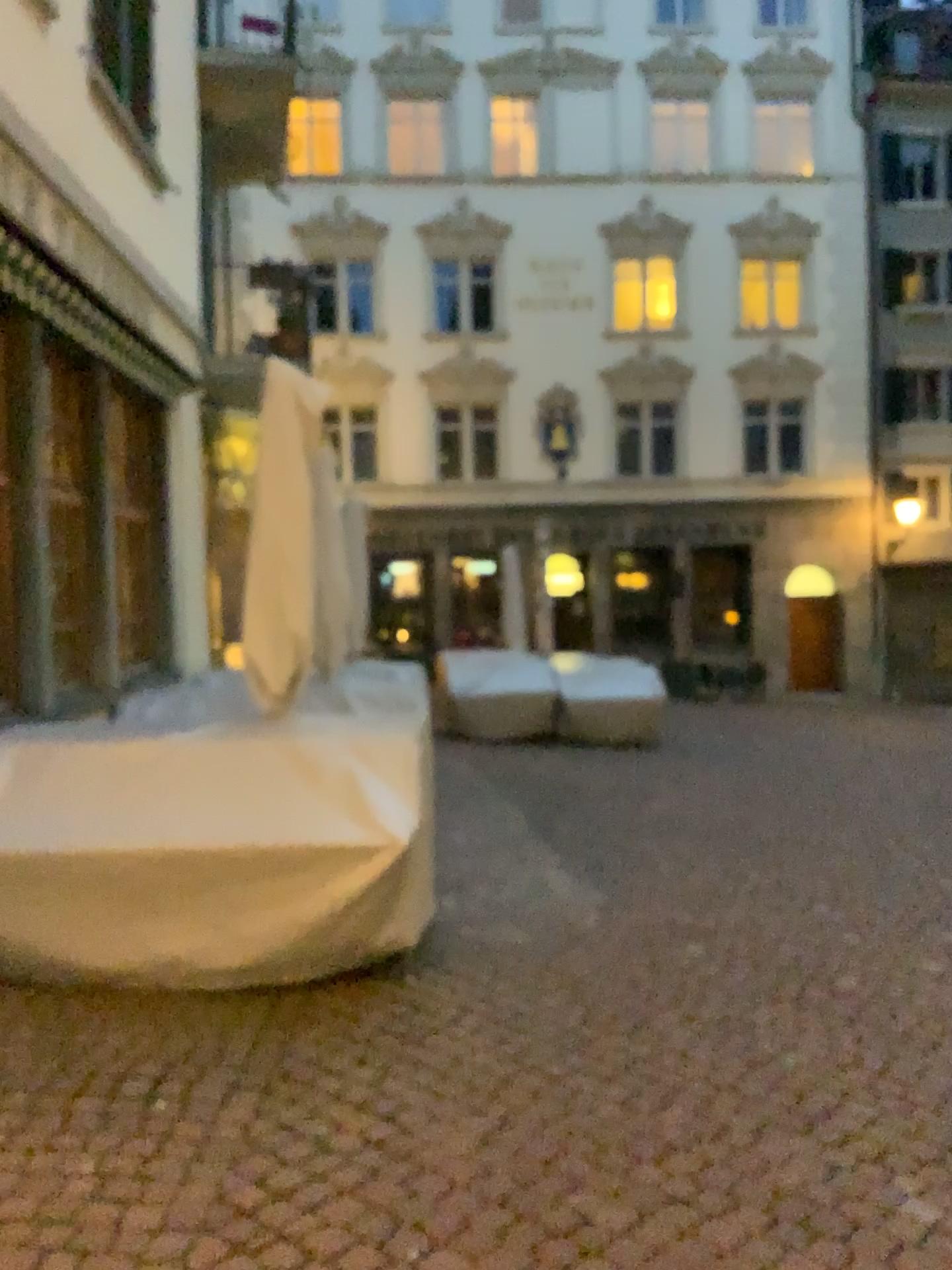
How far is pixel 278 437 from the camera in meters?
4.3
